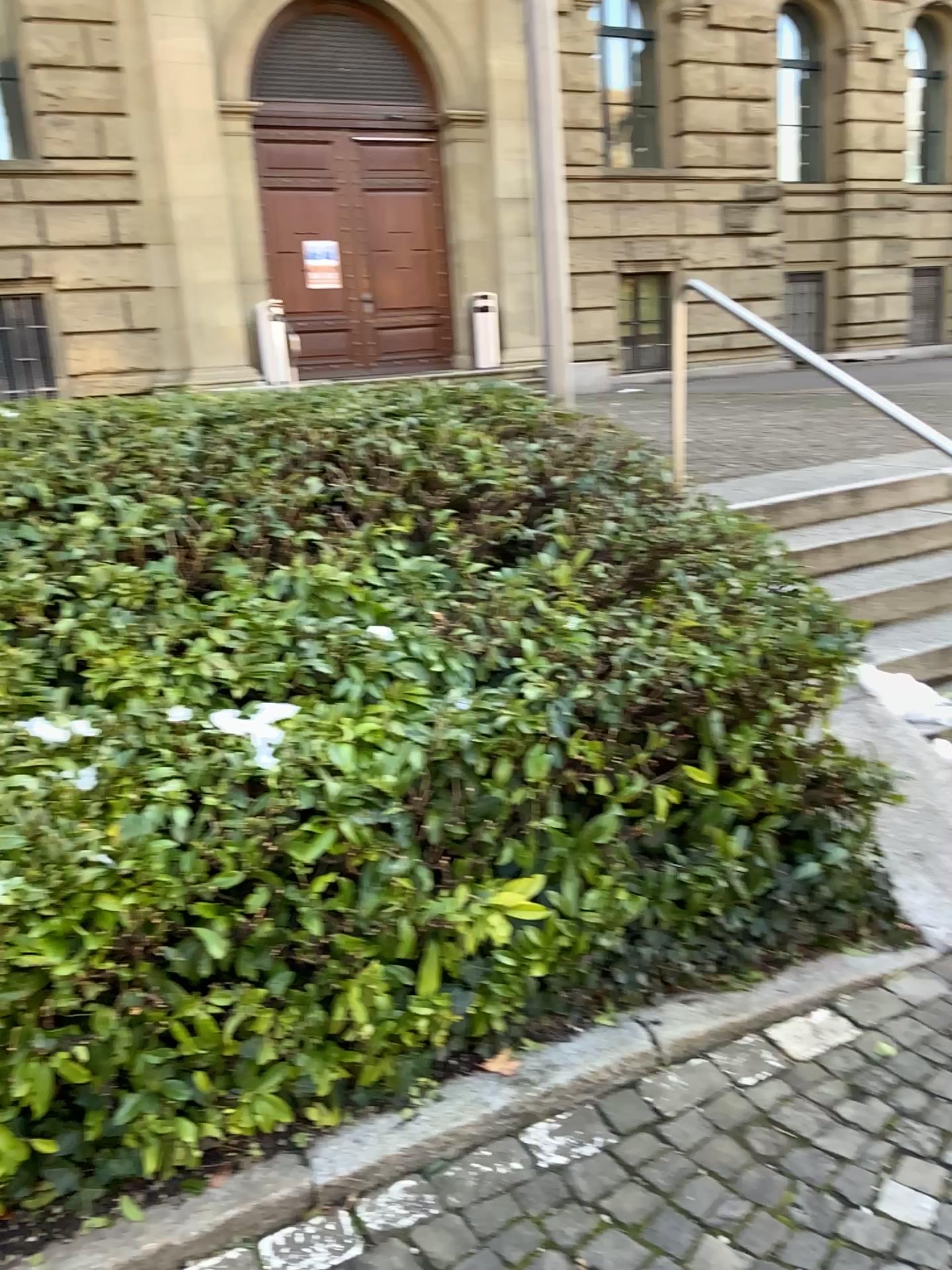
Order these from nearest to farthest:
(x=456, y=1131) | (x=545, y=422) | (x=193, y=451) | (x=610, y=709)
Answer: (x=456, y=1131), (x=610, y=709), (x=193, y=451), (x=545, y=422)
